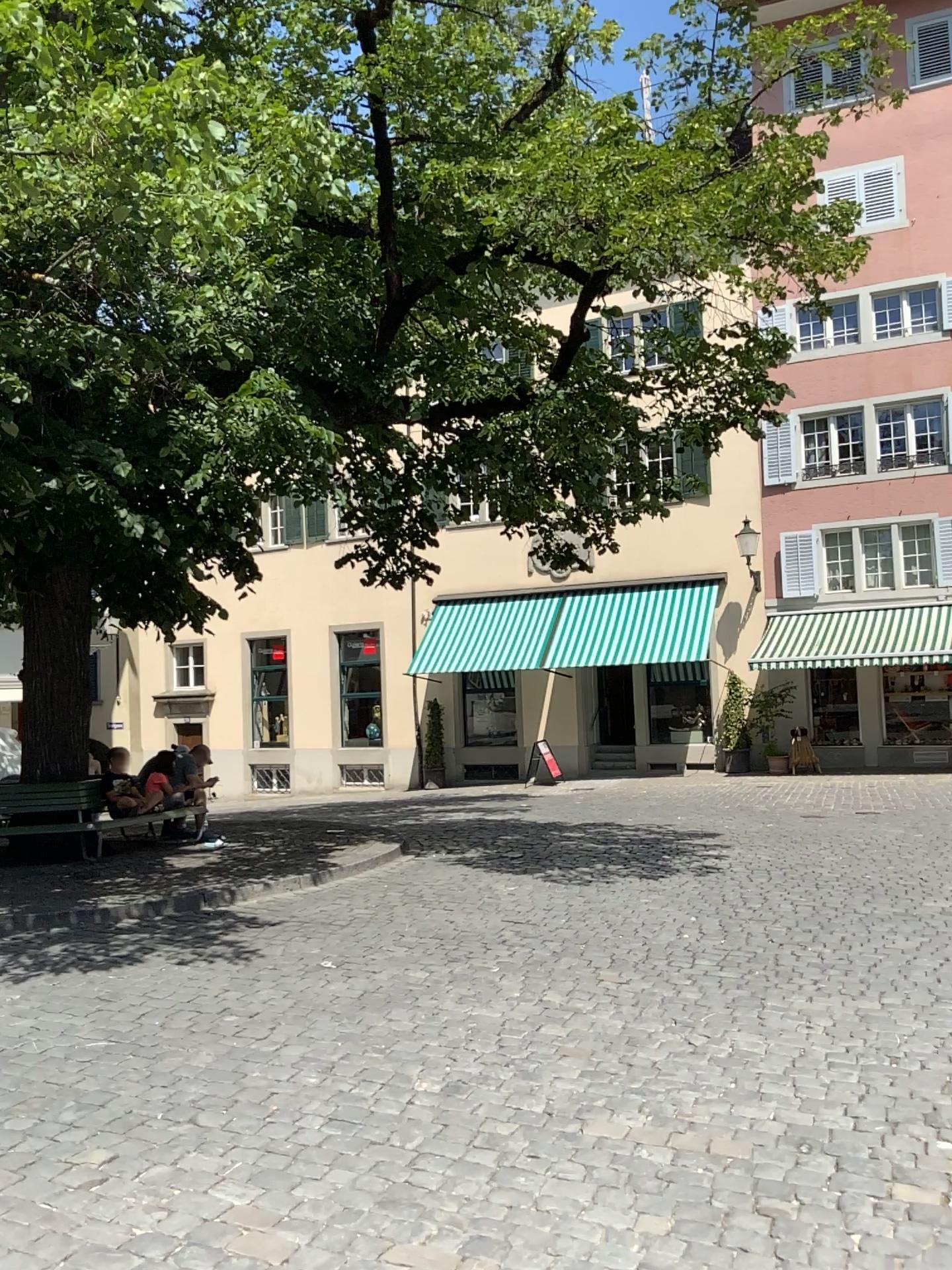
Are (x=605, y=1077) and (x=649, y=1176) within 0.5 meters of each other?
no
